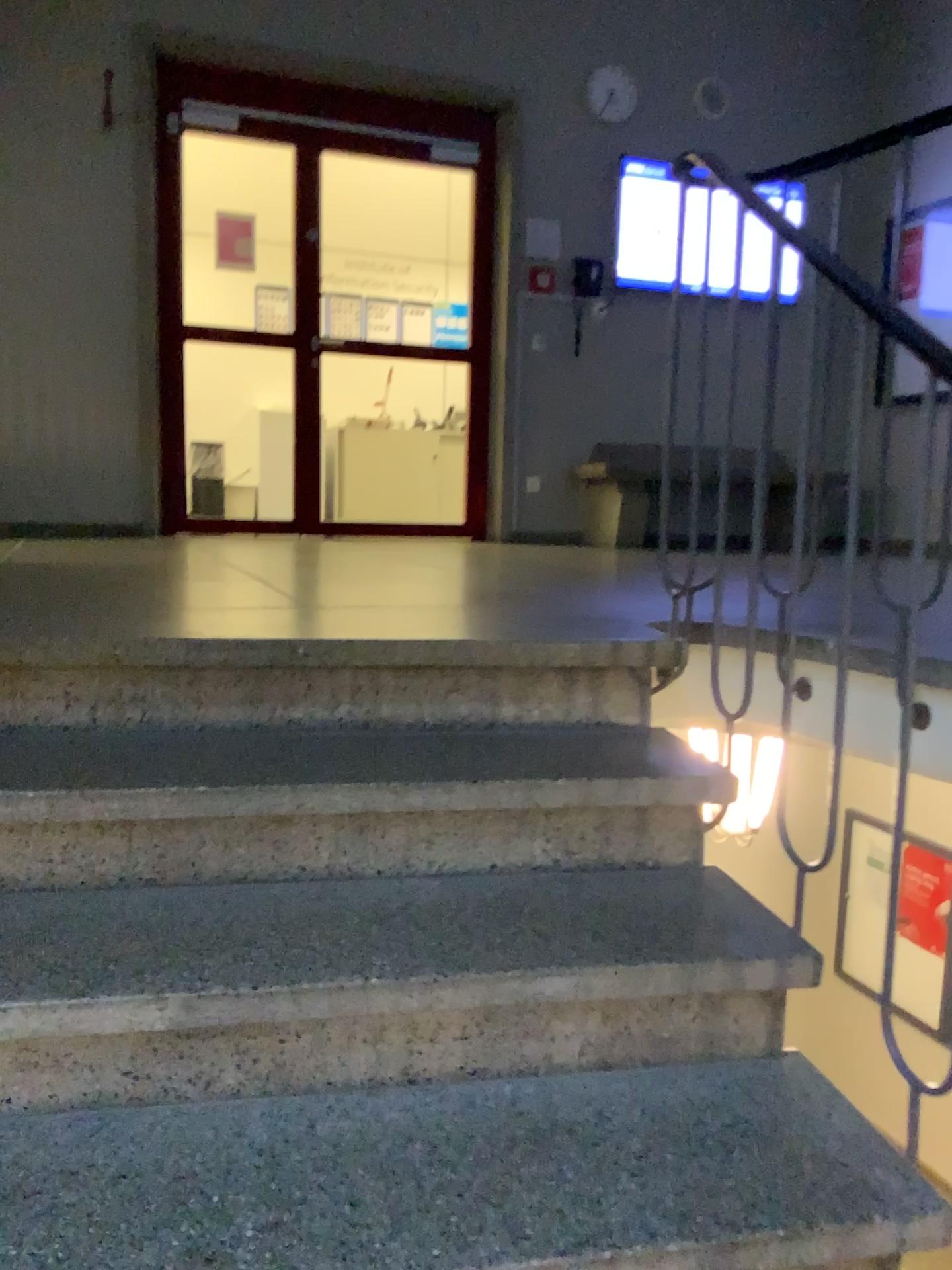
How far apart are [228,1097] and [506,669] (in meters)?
0.87
